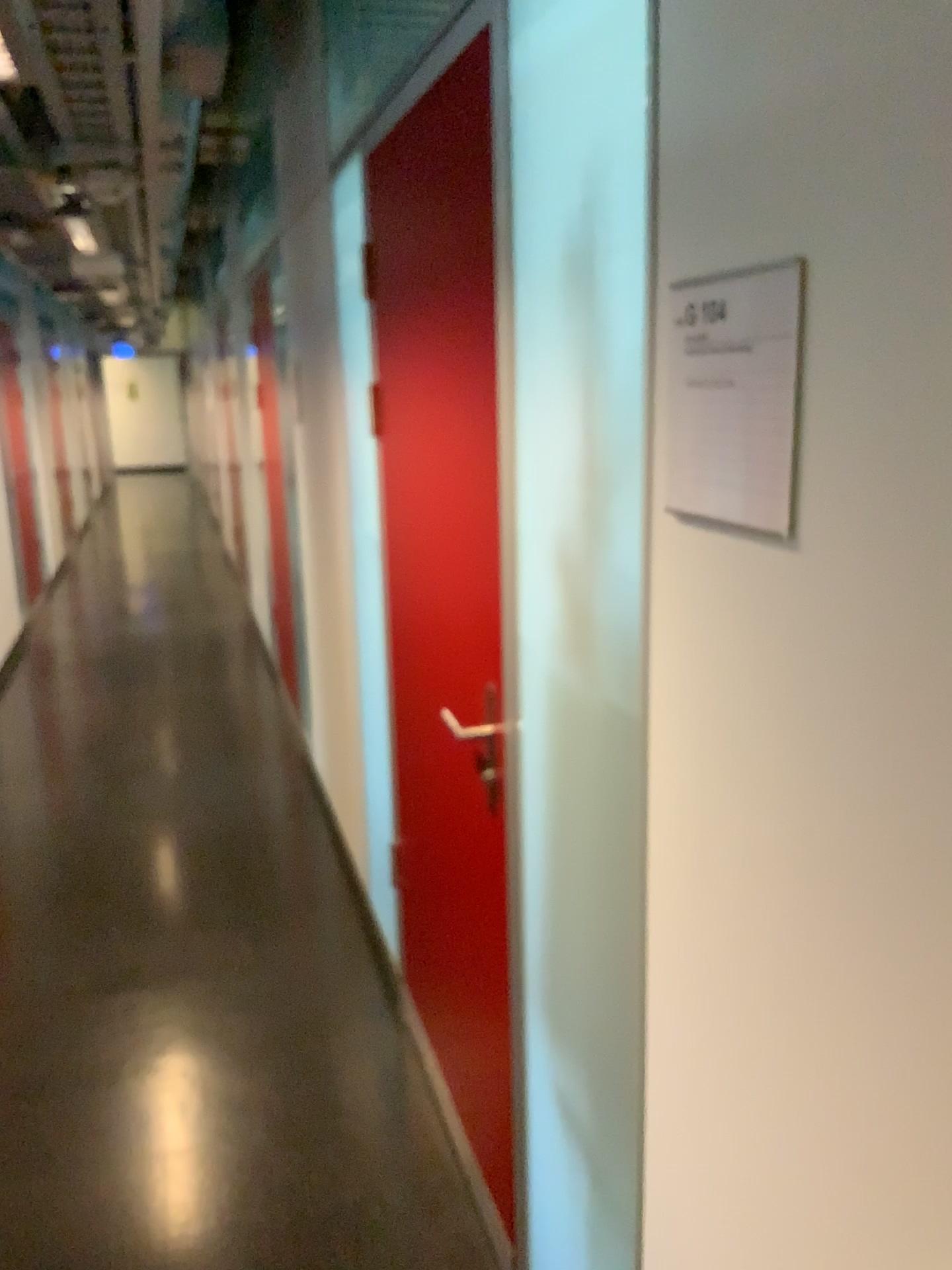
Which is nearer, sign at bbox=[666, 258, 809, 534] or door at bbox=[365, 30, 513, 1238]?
sign at bbox=[666, 258, 809, 534]

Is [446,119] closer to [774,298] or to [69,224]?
[774,298]

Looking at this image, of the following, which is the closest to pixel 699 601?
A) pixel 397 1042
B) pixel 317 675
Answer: pixel 397 1042

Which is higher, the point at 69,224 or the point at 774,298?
the point at 69,224

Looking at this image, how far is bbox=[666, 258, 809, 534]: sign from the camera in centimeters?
85cm

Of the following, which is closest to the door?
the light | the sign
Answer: the sign

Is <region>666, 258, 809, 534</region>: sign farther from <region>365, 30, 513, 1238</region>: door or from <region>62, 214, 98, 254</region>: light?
<region>62, 214, 98, 254</region>: light

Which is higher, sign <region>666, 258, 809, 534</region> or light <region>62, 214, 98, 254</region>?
light <region>62, 214, 98, 254</region>

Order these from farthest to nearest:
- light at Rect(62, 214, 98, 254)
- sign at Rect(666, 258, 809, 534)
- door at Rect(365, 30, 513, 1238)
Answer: light at Rect(62, 214, 98, 254) → door at Rect(365, 30, 513, 1238) → sign at Rect(666, 258, 809, 534)

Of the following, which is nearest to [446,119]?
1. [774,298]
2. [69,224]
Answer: [774,298]
